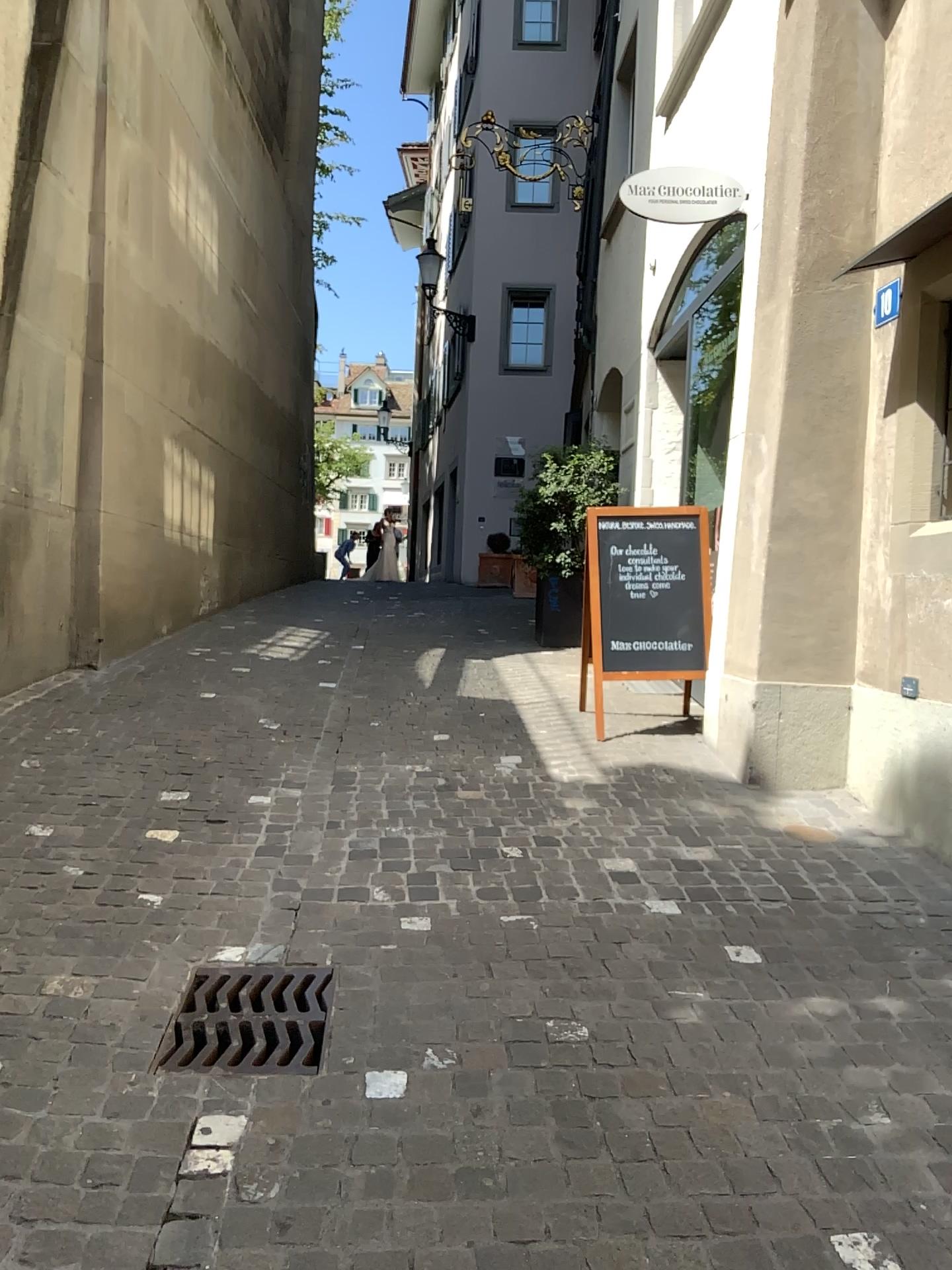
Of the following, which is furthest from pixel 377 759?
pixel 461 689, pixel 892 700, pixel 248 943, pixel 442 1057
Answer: pixel 442 1057
